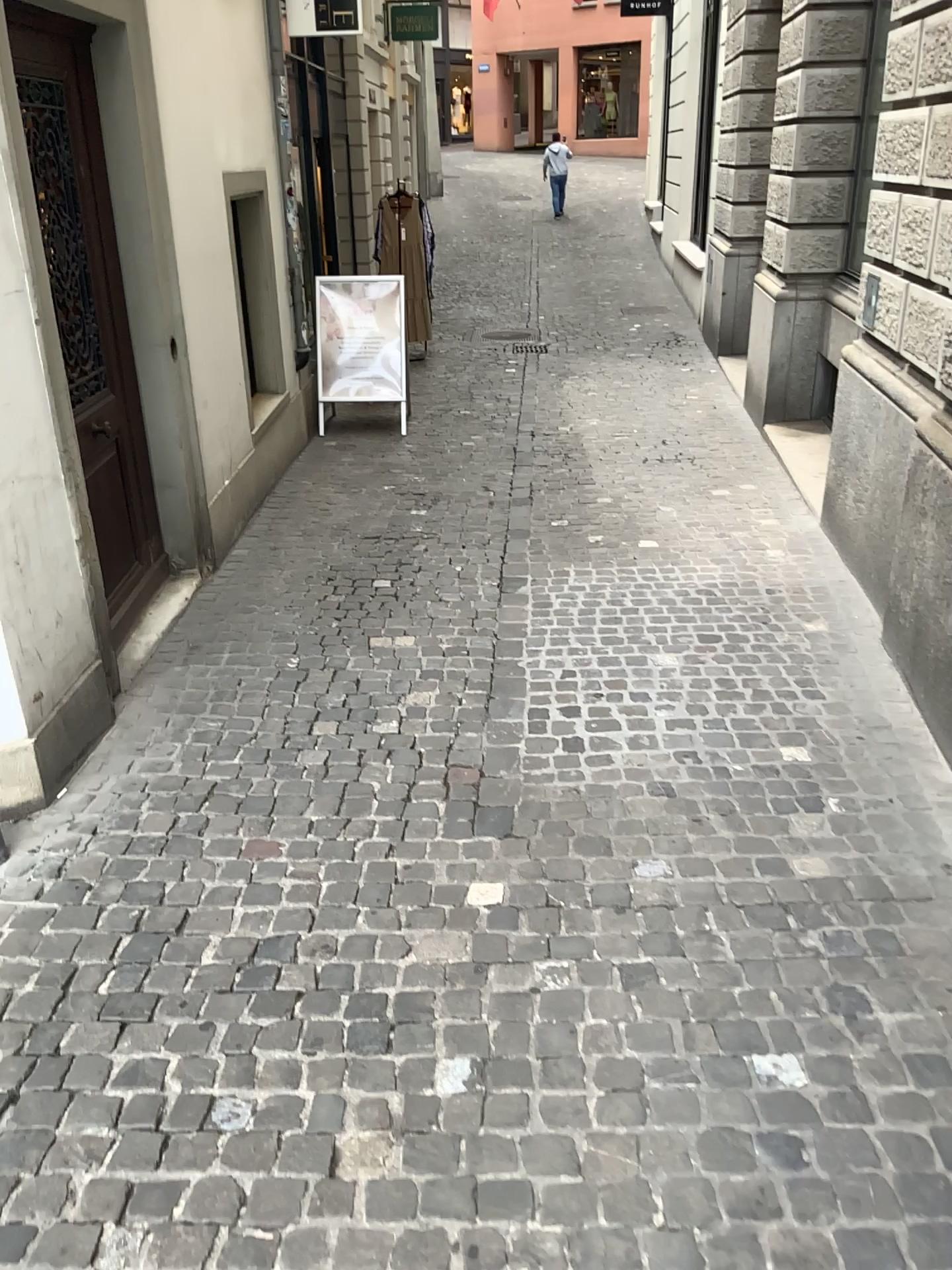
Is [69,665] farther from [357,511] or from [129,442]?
[357,511]
